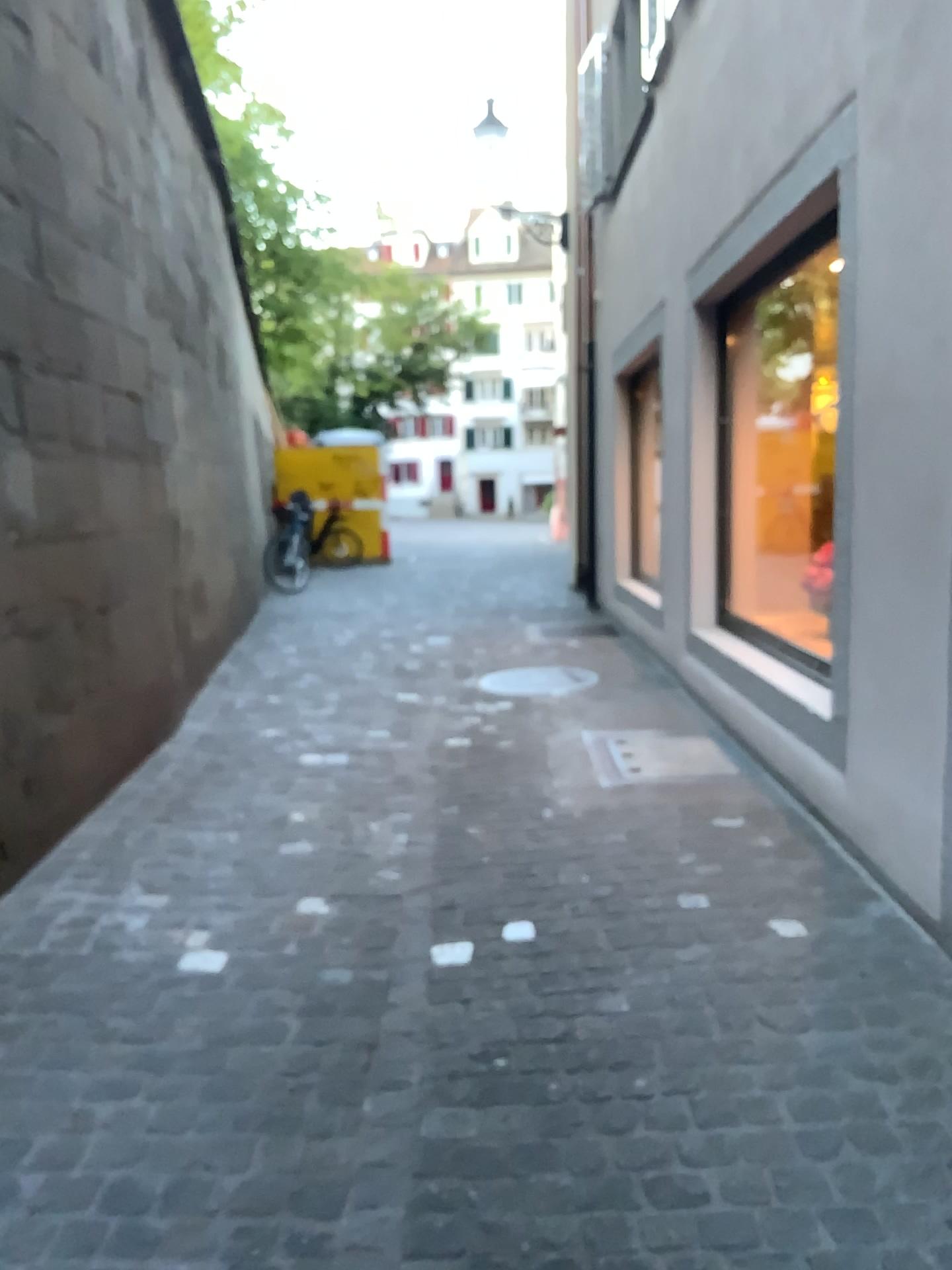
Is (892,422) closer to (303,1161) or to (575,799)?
(575,799)
